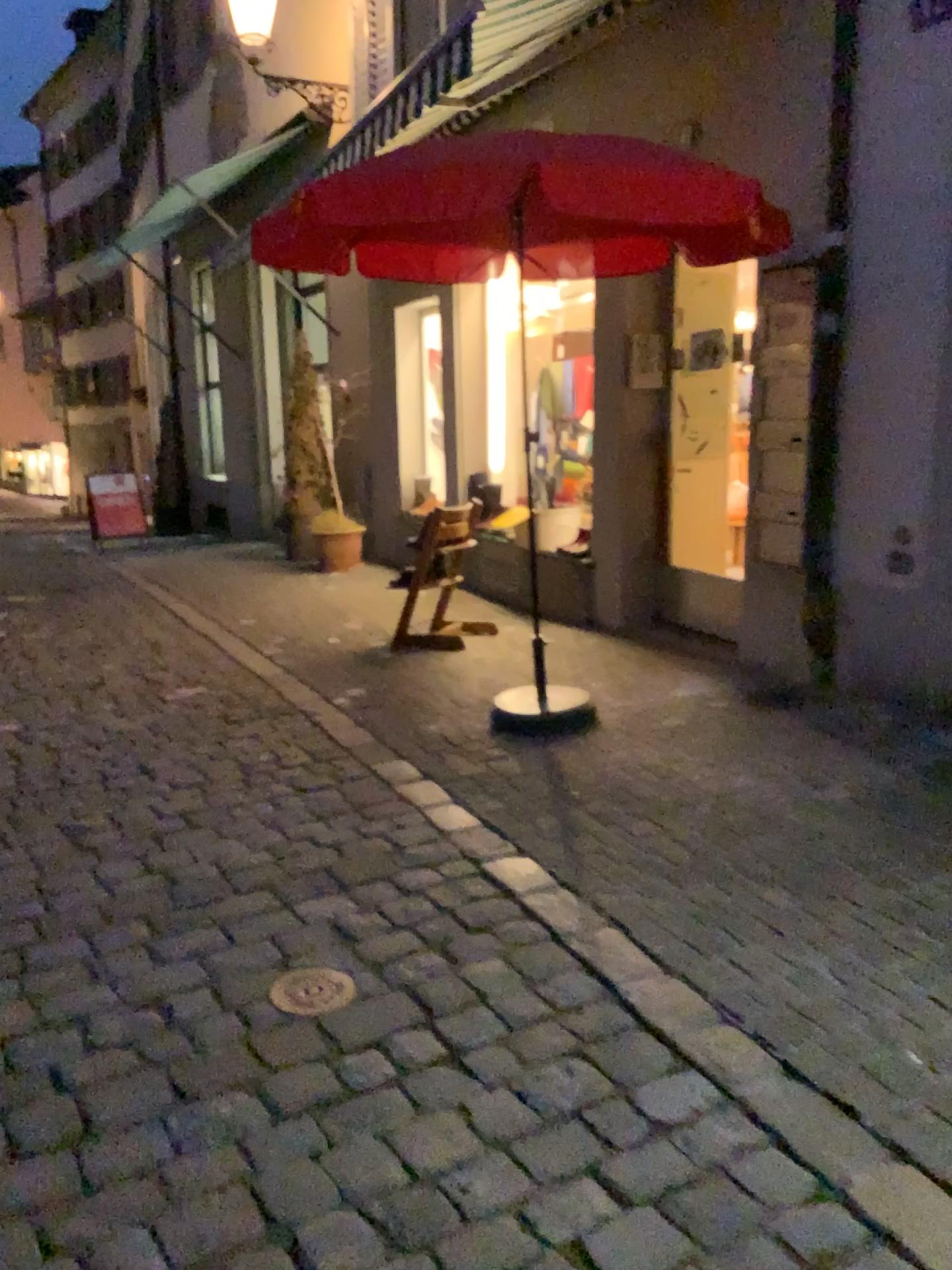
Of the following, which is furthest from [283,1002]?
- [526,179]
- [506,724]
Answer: [526,179]

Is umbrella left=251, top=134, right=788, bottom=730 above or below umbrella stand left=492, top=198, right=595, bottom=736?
above

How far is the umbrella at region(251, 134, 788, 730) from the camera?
3.11m

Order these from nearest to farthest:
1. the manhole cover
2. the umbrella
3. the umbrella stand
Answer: the manhole cover, the umbrella, the umbrella stand

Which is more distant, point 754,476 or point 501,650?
point 501,650

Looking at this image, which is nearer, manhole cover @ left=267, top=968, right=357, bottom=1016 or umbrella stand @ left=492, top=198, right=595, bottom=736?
manhole cover @ left=267, top=968, right=357, bottom=1016

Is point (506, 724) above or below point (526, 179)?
below

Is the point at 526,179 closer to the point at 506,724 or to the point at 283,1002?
the point at 506,724

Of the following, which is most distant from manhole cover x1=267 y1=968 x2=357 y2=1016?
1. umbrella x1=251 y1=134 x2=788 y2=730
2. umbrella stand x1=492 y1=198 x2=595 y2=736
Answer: umbrella x1=251 y1=134 x2=788 y2=730

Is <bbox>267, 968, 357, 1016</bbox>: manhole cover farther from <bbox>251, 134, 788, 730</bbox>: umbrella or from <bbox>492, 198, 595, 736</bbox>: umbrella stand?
<bbox>251, 134, 788, 730</bbox>: umbrella
